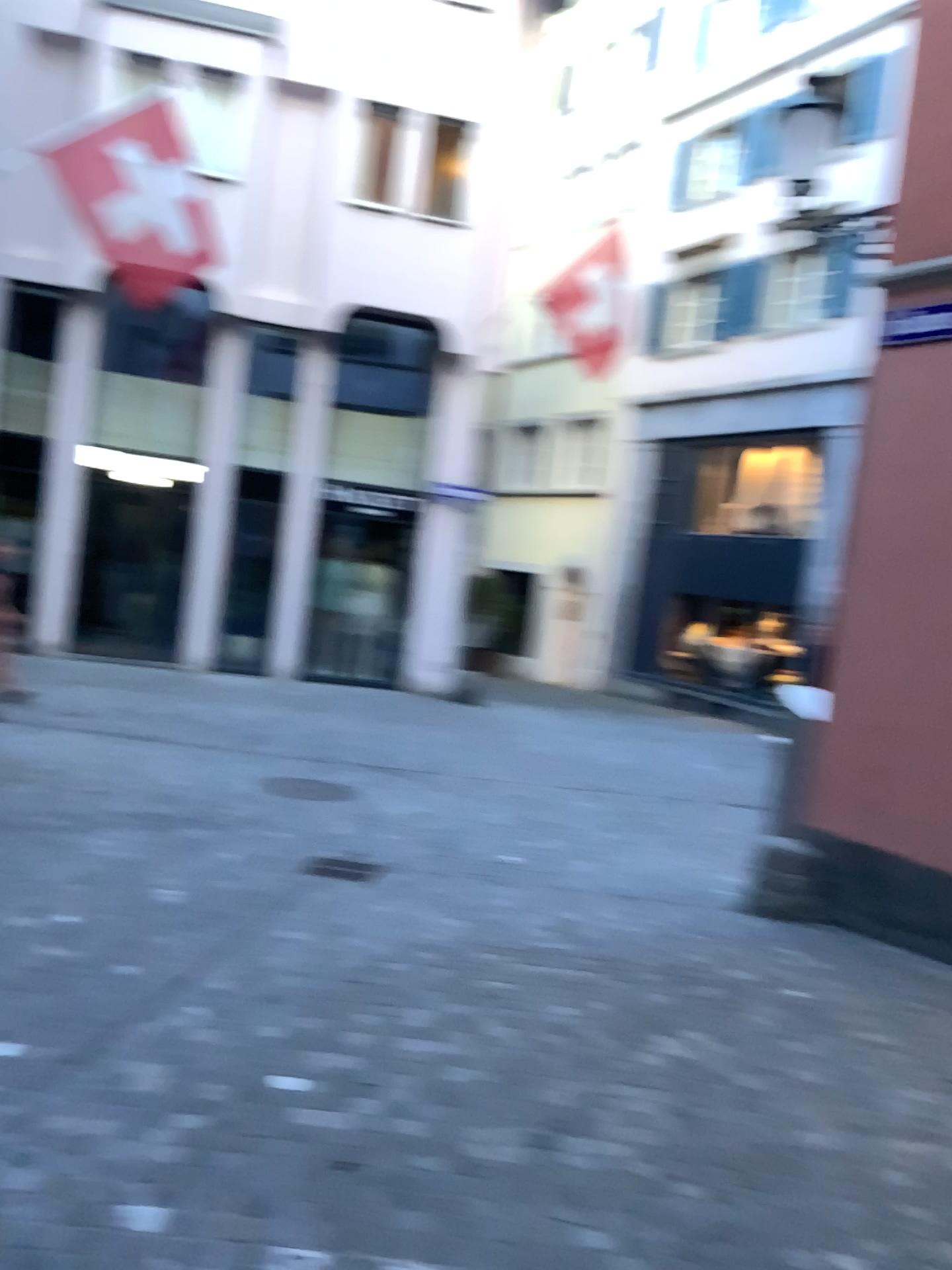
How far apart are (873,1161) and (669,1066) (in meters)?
0.68
